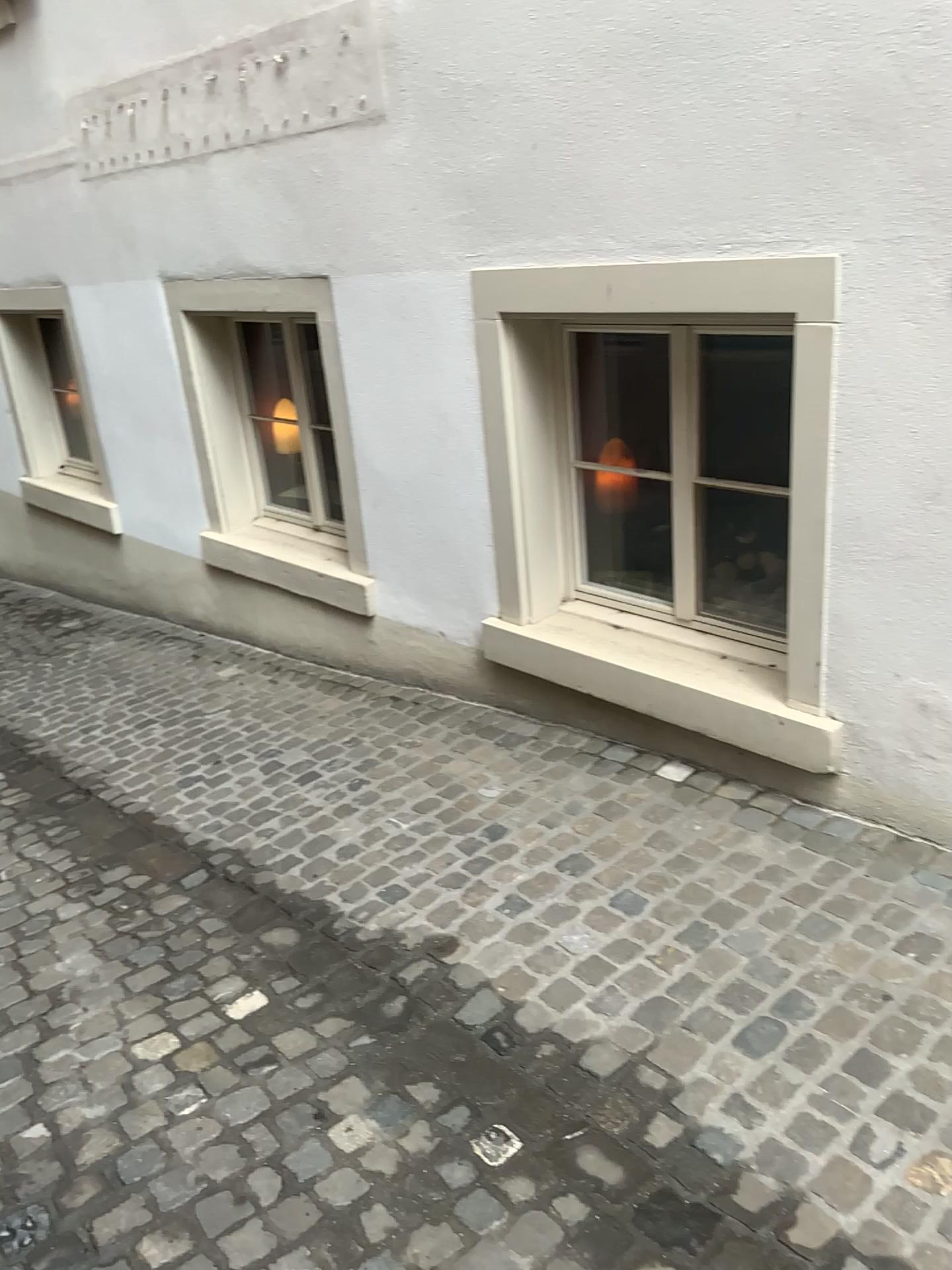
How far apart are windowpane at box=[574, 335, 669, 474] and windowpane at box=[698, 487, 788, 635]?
0.3m

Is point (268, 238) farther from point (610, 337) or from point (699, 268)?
point (699, 268)

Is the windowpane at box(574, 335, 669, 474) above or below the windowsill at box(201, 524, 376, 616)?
above

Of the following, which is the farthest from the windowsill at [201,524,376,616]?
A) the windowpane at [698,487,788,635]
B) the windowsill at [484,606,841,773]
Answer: the windowpane at [698,487,788,635]

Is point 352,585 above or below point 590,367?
below

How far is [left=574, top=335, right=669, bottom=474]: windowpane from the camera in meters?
3.6 m

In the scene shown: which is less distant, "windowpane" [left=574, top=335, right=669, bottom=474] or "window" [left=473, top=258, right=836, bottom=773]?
"window" [left=473, top=258, right=836, bottom=773]

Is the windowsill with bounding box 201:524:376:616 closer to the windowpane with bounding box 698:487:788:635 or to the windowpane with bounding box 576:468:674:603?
the windowpane with bounding box 576:468:674:603

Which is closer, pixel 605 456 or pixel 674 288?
pixel 674 288

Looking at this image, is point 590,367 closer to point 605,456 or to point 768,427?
point 605,456
